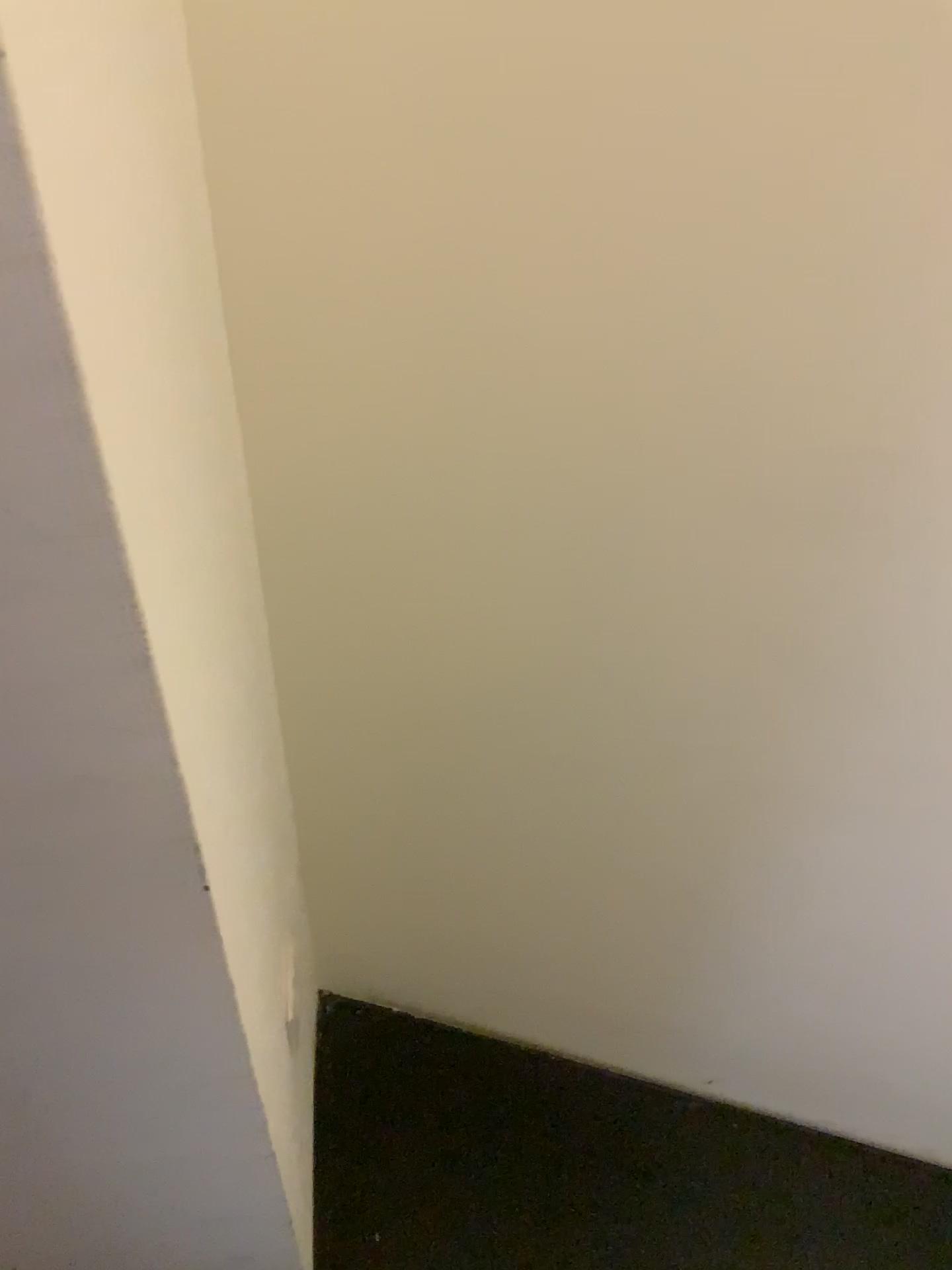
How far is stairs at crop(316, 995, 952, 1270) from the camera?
1.3m

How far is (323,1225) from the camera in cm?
128

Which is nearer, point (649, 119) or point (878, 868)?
point (649, 119)
